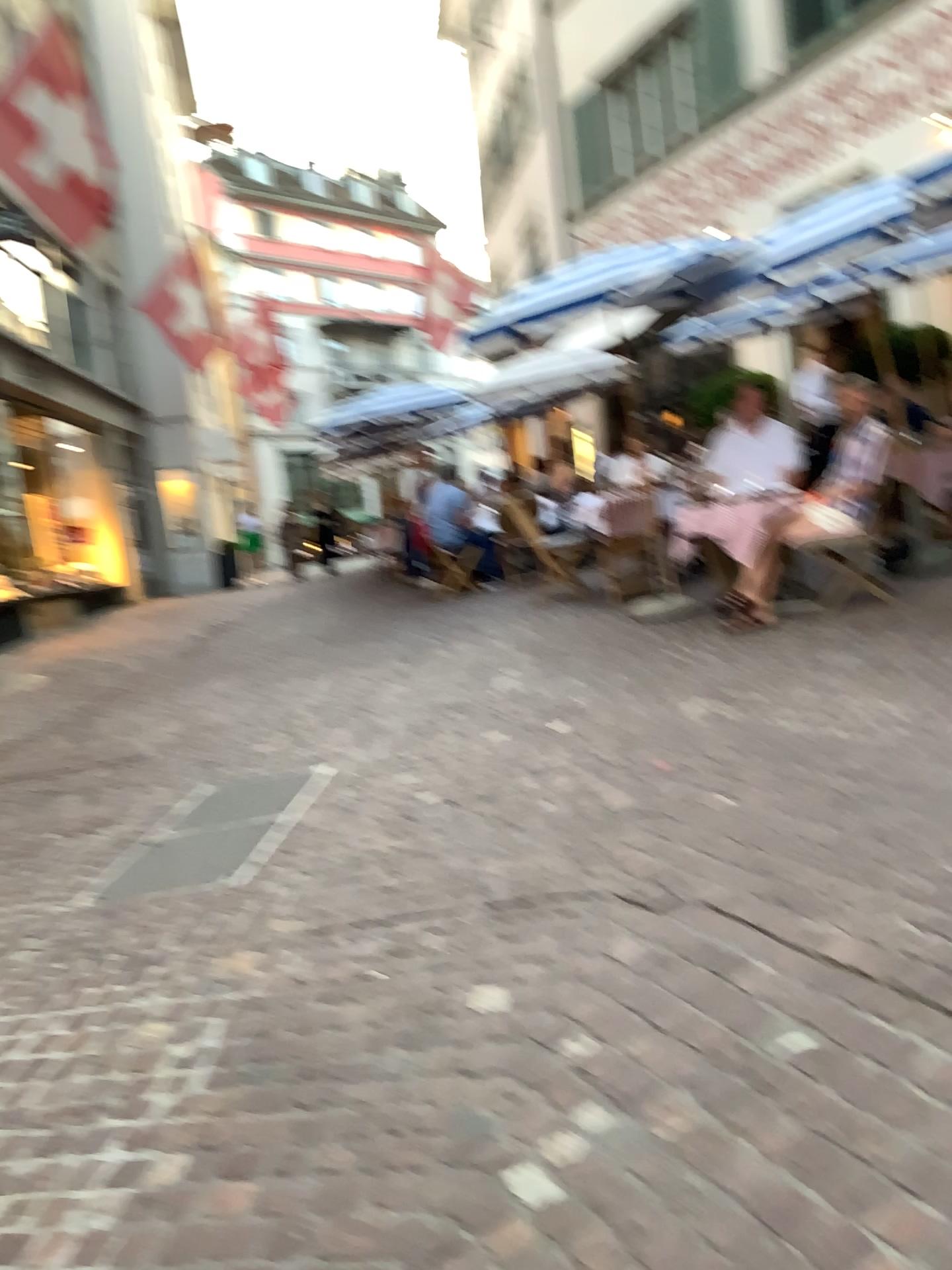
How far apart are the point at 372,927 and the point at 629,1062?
1.09m
